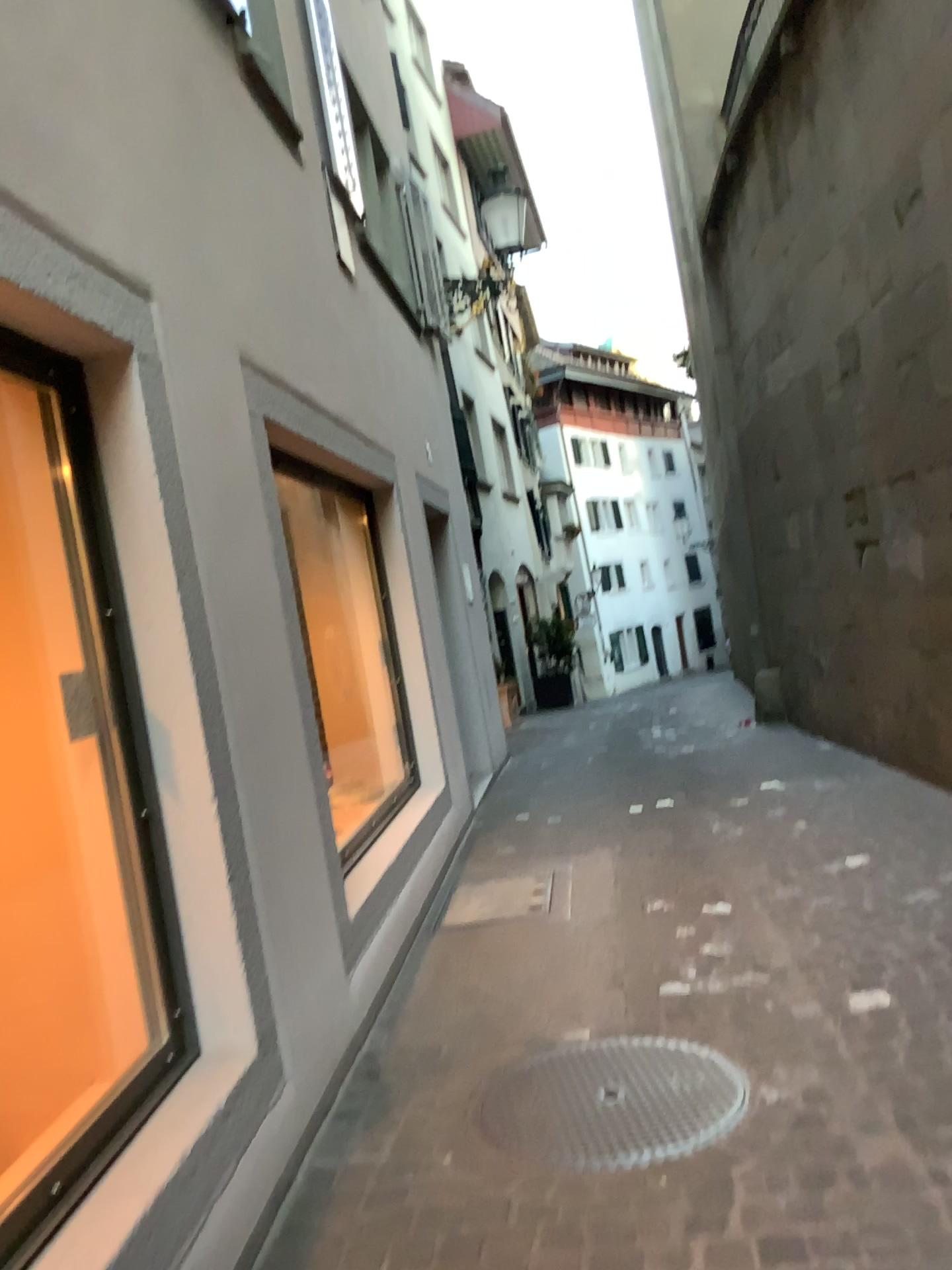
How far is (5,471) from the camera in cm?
249

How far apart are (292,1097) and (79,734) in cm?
103

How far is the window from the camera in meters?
2.5 m

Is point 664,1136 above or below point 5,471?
below

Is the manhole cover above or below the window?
below
